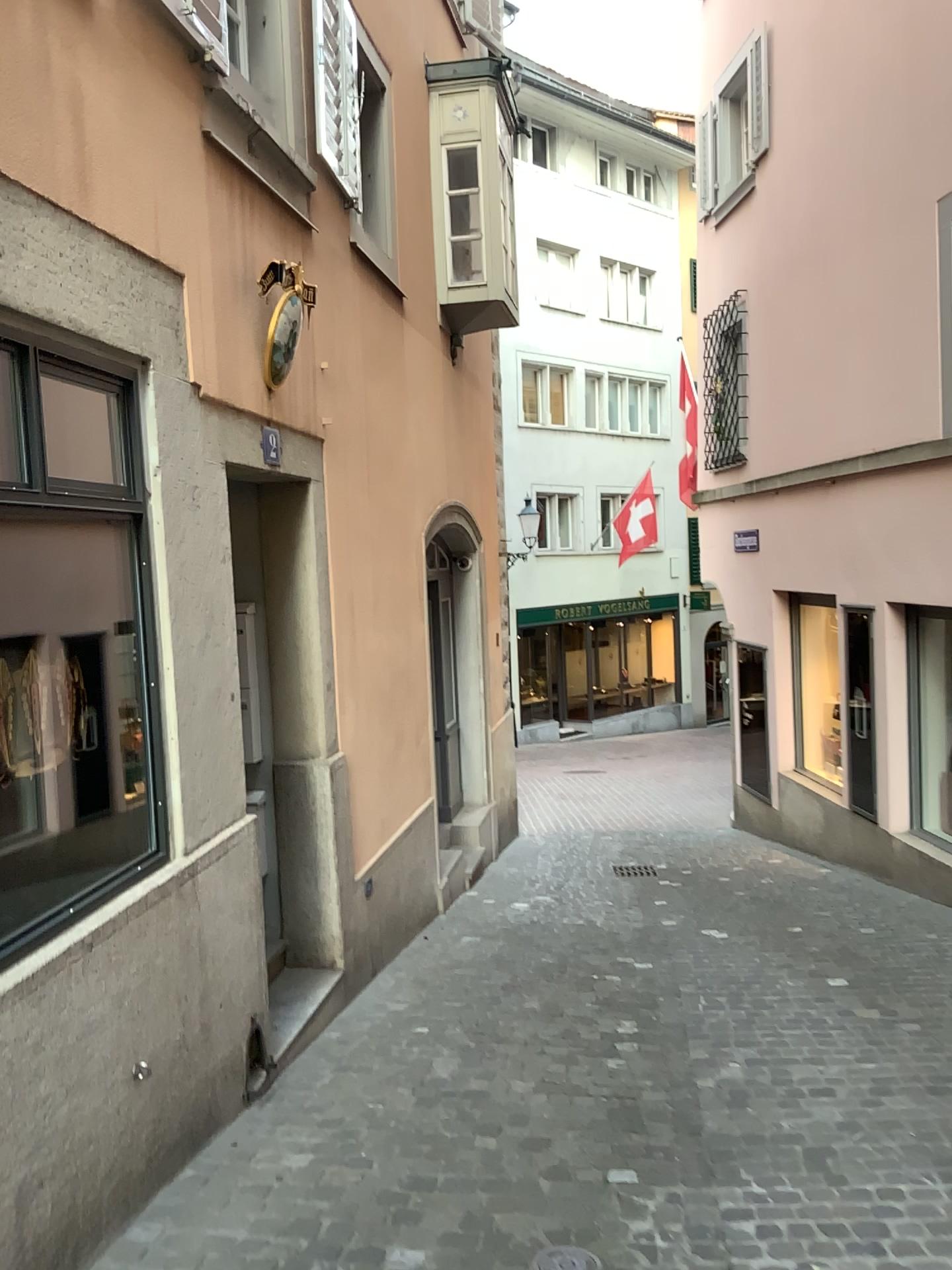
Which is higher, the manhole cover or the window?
the window

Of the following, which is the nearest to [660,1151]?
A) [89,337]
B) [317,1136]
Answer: [317,1136]

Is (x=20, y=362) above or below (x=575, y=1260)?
above
